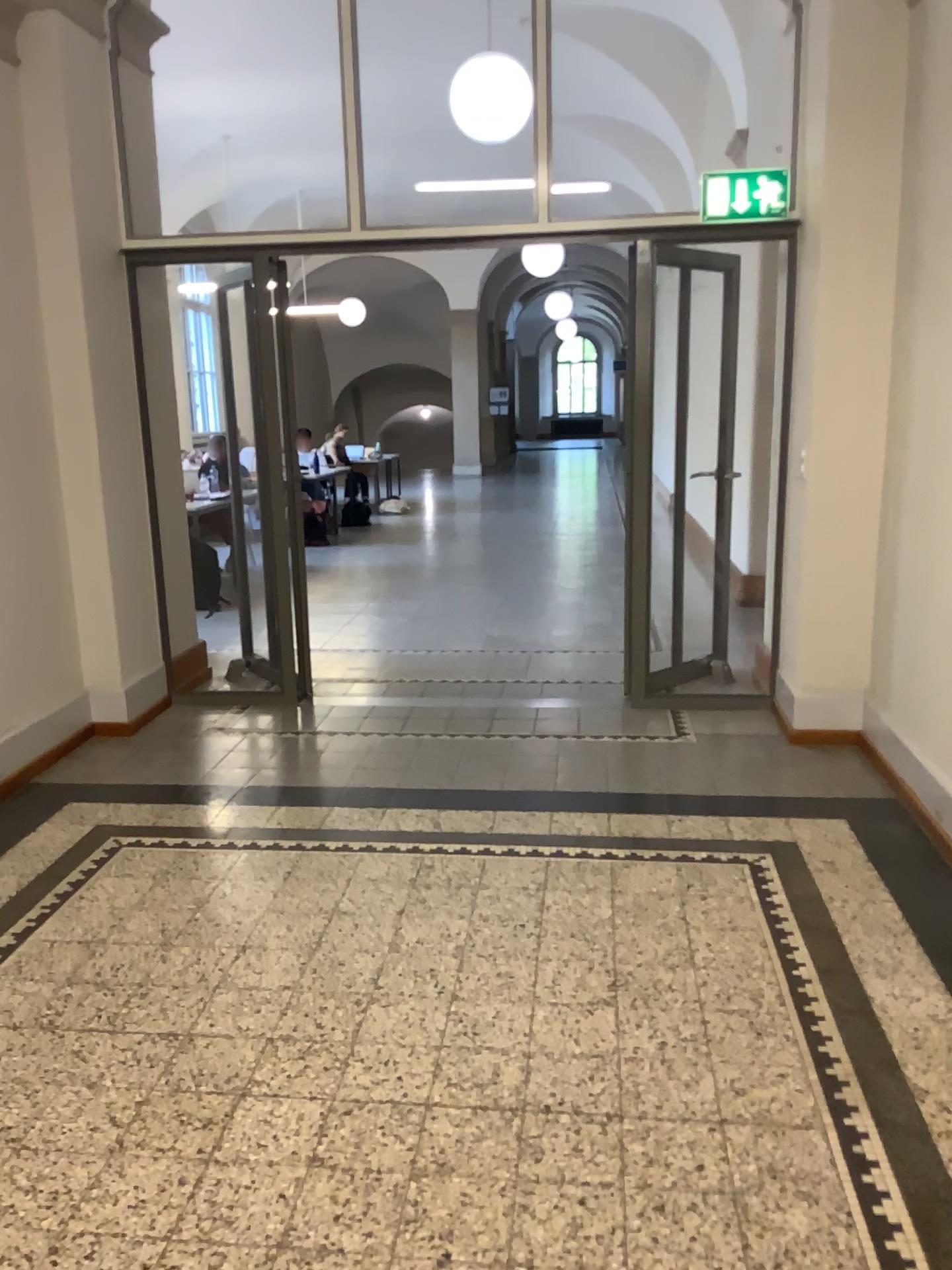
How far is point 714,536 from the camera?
5.2m
